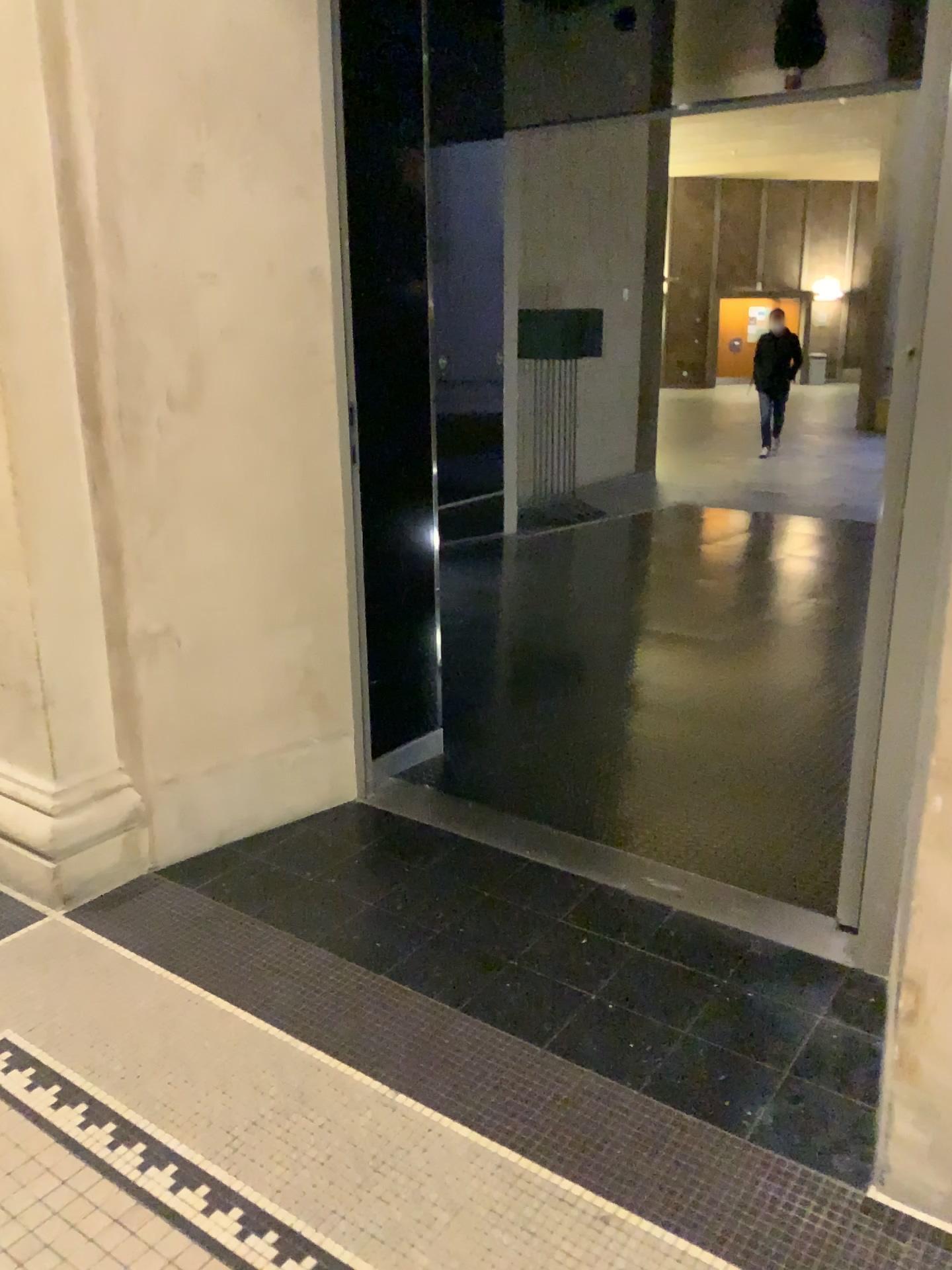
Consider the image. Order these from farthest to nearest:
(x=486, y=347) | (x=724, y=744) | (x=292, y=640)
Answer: (x=724, y=744), (x=486, y=347), (x=292, y=640)
